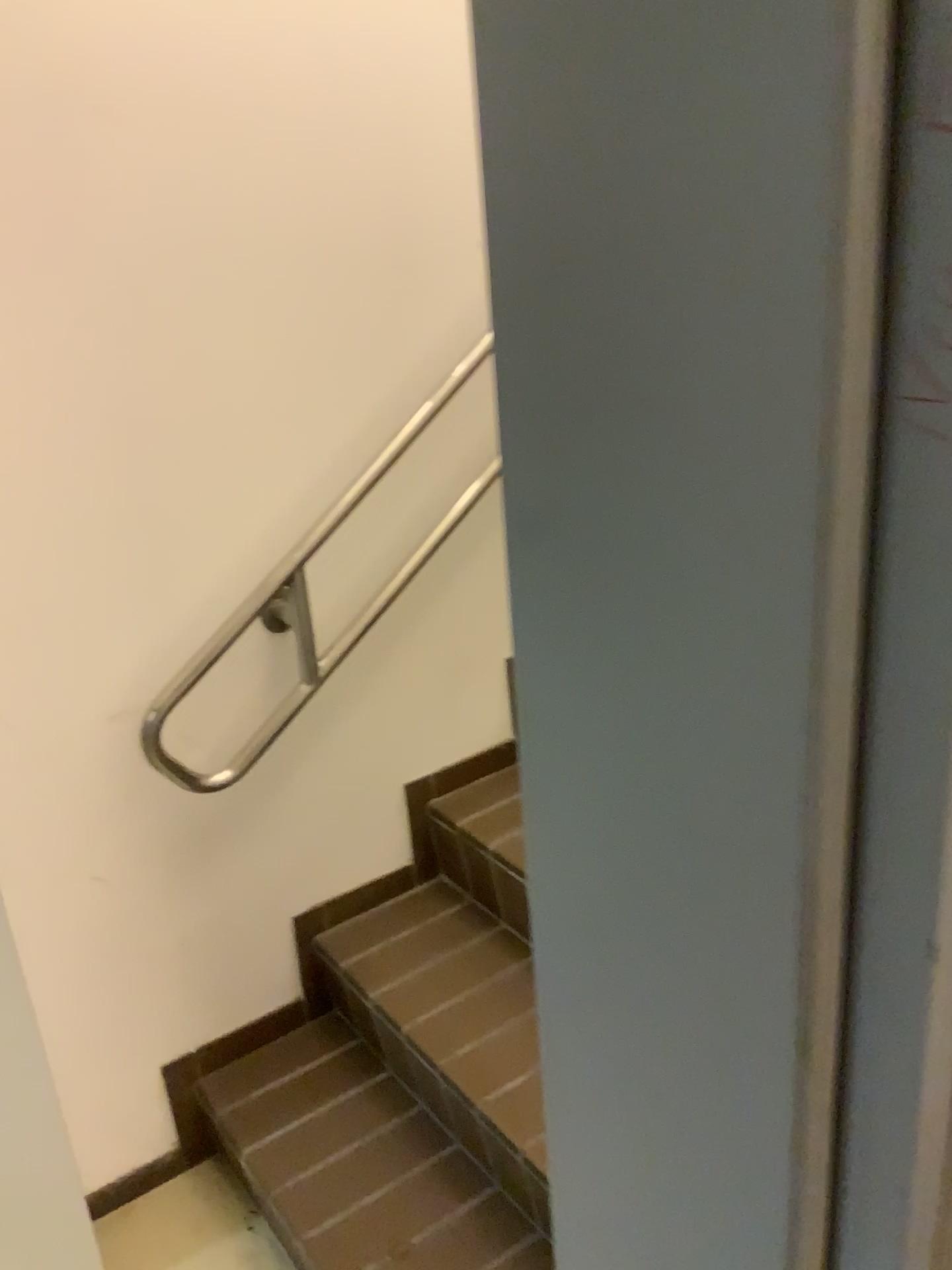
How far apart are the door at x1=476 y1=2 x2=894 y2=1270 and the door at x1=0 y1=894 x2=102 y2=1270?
1.2m

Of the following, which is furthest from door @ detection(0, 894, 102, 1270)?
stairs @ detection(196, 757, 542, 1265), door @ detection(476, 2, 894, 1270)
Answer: door @ detection(476, 2, 894, 1270)

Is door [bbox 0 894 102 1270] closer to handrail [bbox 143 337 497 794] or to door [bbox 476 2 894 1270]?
handrail [bbox 143 337 497 794]

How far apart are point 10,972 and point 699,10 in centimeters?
159cm

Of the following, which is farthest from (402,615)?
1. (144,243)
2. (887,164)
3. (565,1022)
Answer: (887,164)

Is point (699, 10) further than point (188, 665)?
No

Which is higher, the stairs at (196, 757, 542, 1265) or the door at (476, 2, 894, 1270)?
the door at (476, 2, 894, 1270)

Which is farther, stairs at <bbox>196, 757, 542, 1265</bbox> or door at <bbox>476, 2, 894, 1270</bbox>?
stairs at <bbox>196, 757, 542, 1265</bbox>

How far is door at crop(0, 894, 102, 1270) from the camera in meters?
1.6

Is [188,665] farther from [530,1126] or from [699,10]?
[699,10]
